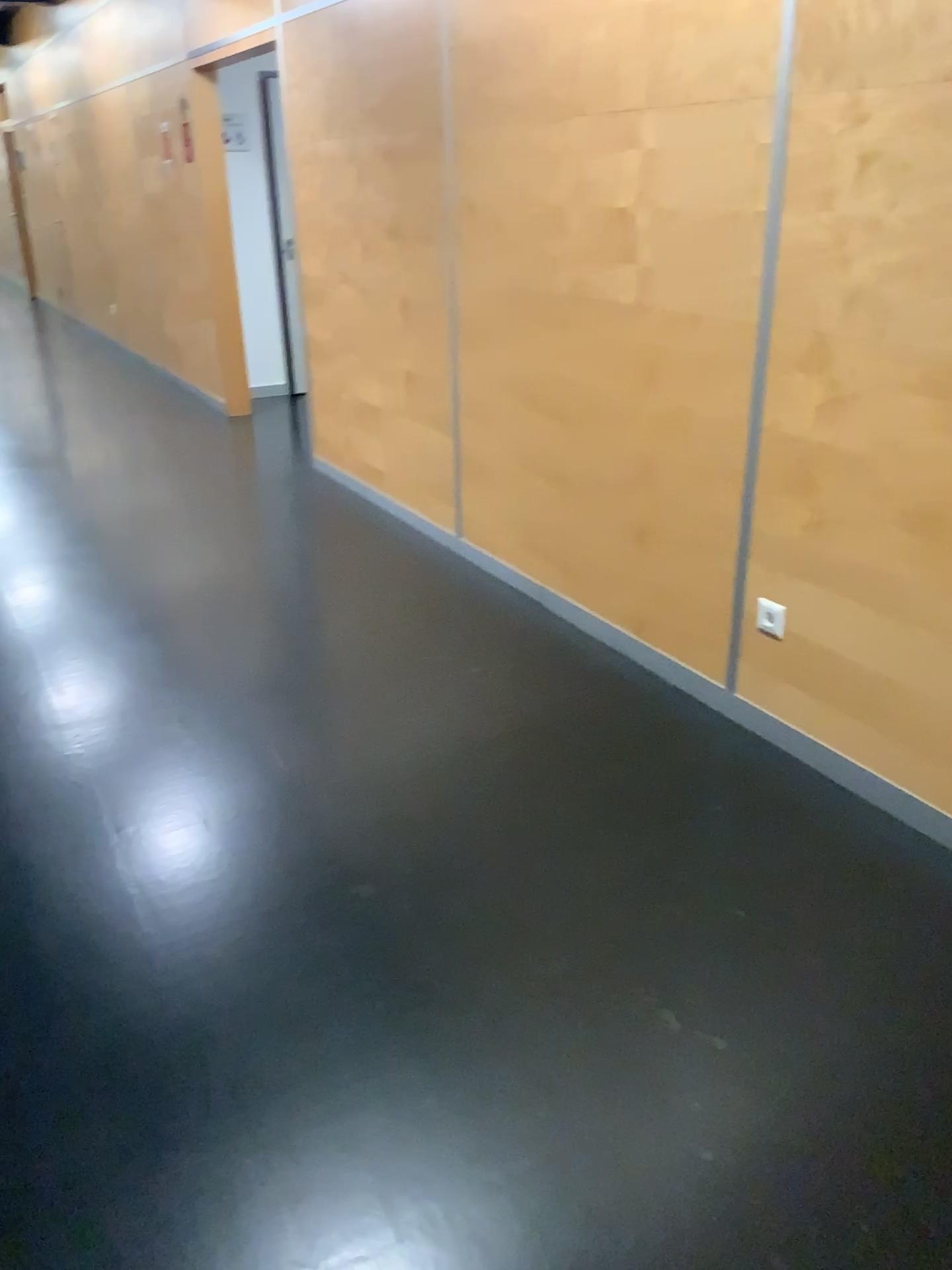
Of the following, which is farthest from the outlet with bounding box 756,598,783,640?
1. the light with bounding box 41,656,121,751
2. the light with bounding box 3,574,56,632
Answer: the light with bounding box 3,574,56,632

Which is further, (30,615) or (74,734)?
(30,615)

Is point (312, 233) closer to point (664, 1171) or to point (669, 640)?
point (669, 640)

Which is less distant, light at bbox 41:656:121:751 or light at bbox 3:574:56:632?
light at bbox 41:656:121:751

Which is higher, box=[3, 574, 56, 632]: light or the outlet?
the outlet

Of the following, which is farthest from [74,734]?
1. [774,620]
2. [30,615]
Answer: [774,620]

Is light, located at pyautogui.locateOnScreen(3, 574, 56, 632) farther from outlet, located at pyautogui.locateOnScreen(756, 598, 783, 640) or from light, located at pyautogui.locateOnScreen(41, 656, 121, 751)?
outlet, located at pyautogui.locateOnScreen(756, 598, 783, 640)

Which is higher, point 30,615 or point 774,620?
point 774,620

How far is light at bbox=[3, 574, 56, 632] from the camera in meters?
3.8
